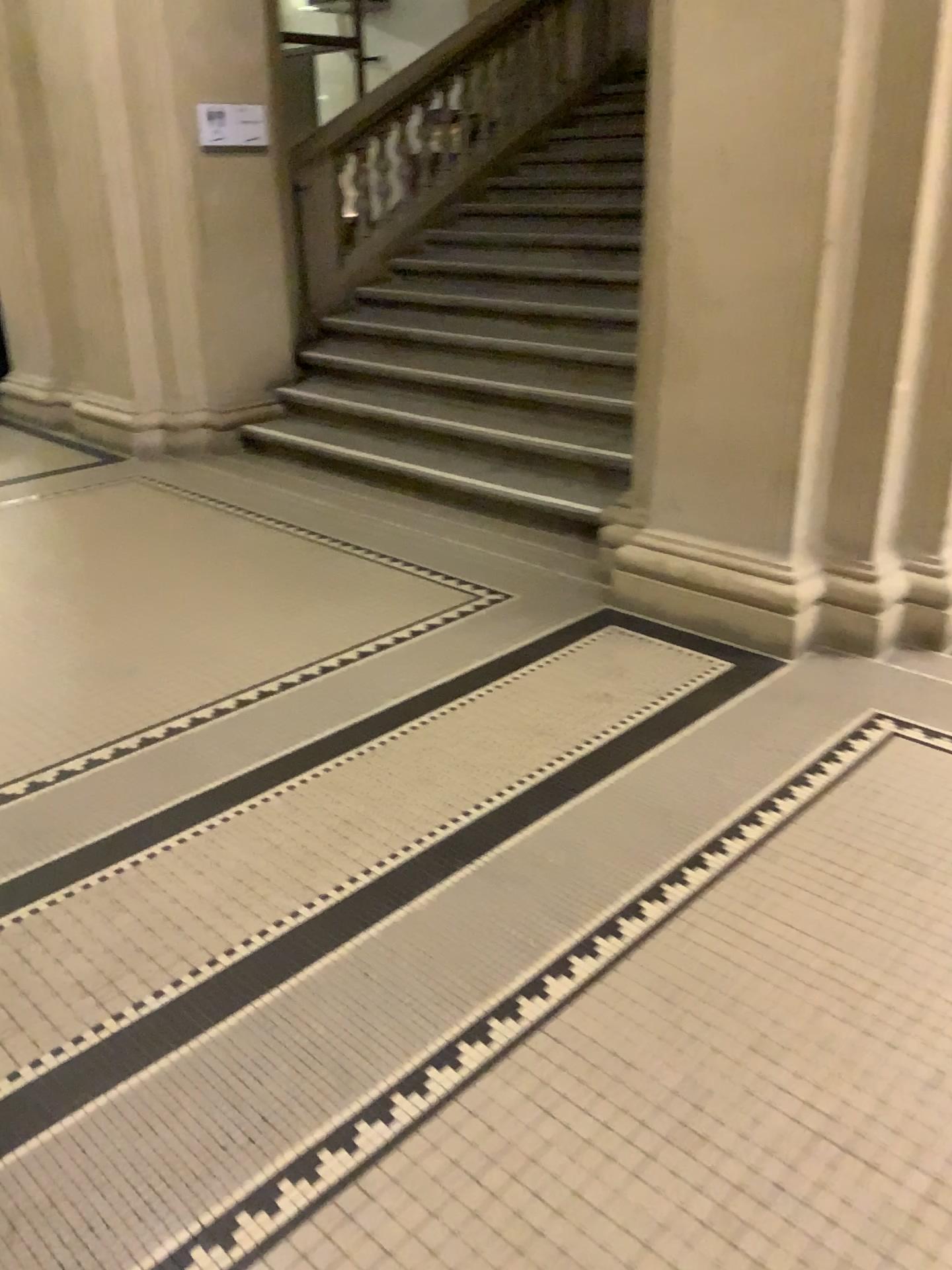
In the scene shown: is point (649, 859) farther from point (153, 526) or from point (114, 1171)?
point (153, 526)
